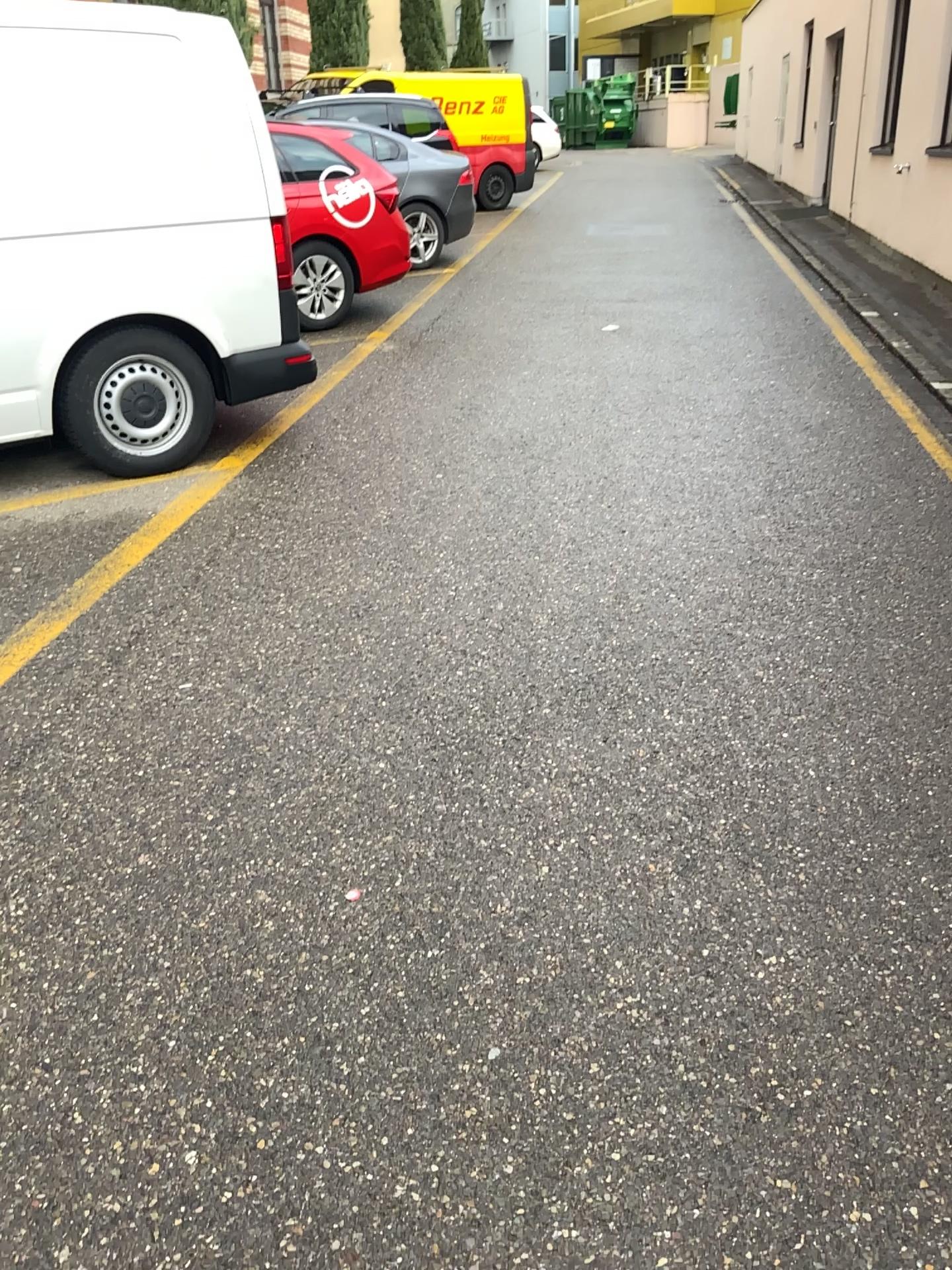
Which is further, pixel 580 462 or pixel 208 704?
pixel 580 462
